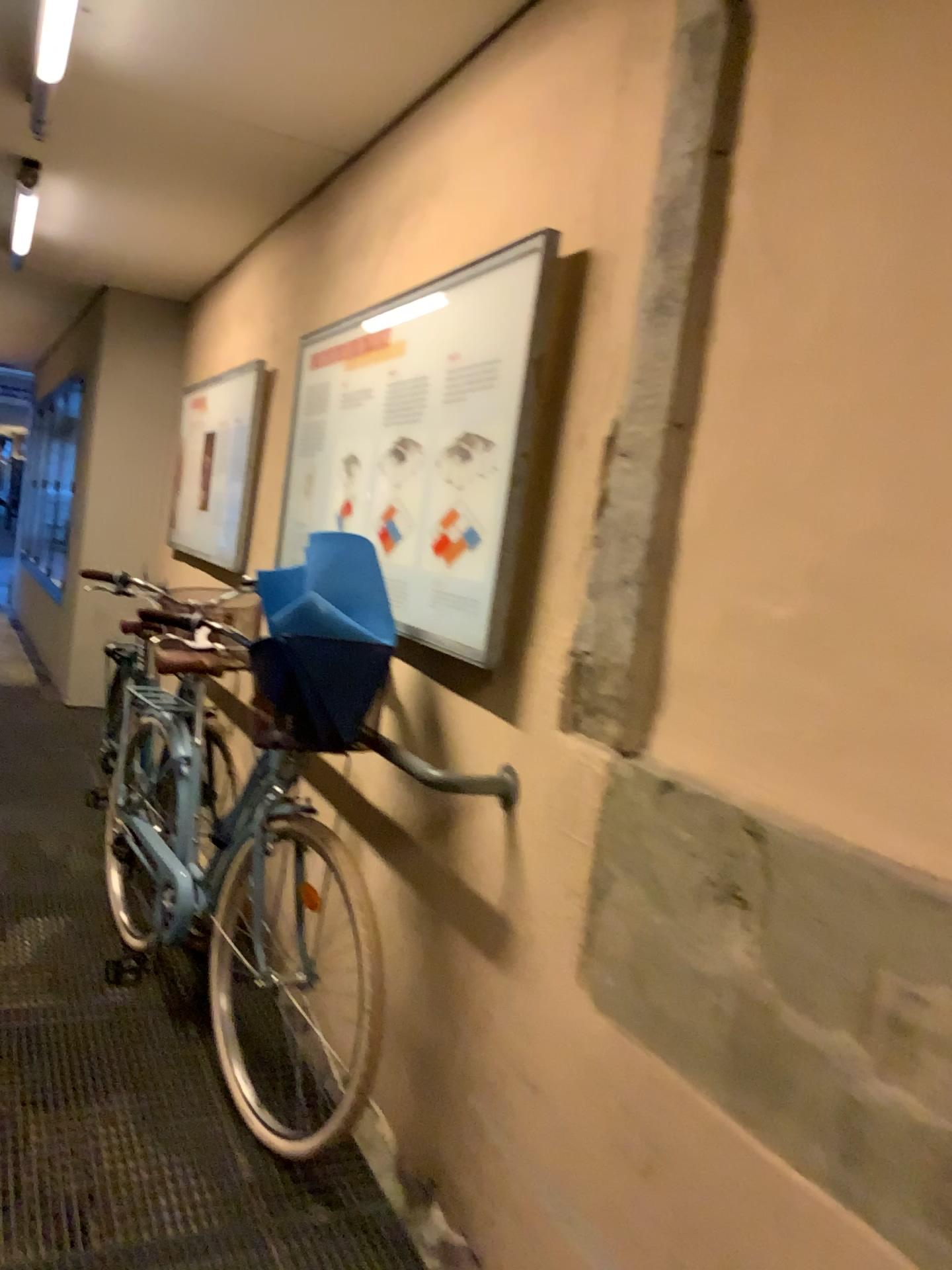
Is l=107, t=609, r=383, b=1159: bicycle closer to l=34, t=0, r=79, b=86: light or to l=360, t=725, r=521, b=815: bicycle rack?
l=360, t=725, r=521, b=815: bicycle rack

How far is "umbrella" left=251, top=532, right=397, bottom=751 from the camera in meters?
2.2 m

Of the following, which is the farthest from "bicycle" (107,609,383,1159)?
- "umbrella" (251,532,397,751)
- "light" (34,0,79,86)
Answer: "light" (34,0,79,86)

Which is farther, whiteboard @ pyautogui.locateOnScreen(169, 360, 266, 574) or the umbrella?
whiteboard @ pyautogui.locateOnScreen(169, 360, 266, 574)

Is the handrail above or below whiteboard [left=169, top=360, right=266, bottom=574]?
below

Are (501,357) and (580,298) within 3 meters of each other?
yes

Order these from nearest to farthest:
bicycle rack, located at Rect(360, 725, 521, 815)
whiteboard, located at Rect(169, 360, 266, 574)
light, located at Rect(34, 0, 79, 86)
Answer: bicycle rack, located at Rect(360, 725, 521, 815) → light, located at Rect(34, 0, 79, 86) → whiteboard, located at Rect(169, 360, 266, 574)

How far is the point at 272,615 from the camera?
2.25m

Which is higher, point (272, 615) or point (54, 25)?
point (54, 25)

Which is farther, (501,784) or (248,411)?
(248,411)
